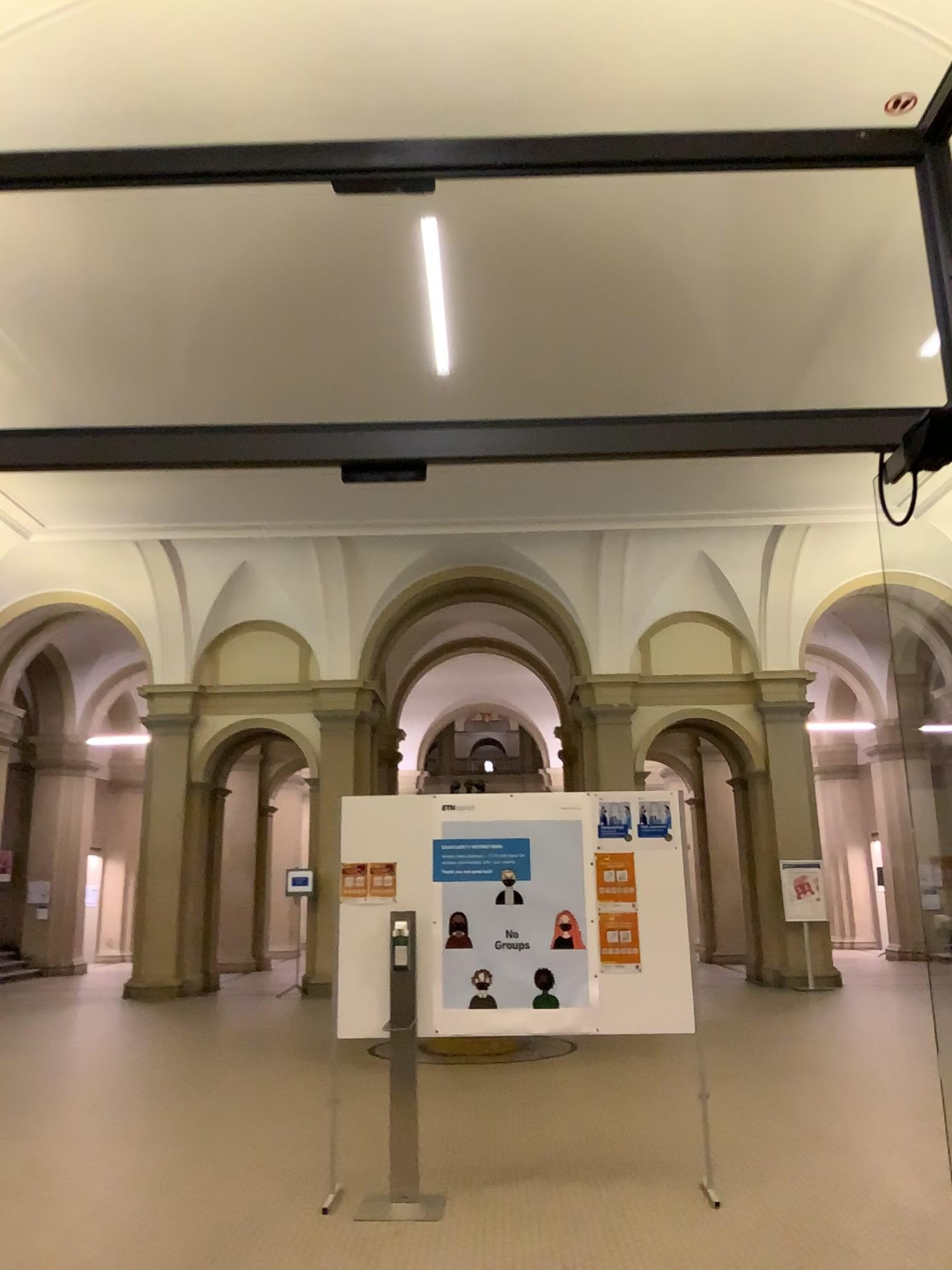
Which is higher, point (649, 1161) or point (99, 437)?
point (99, 437)
